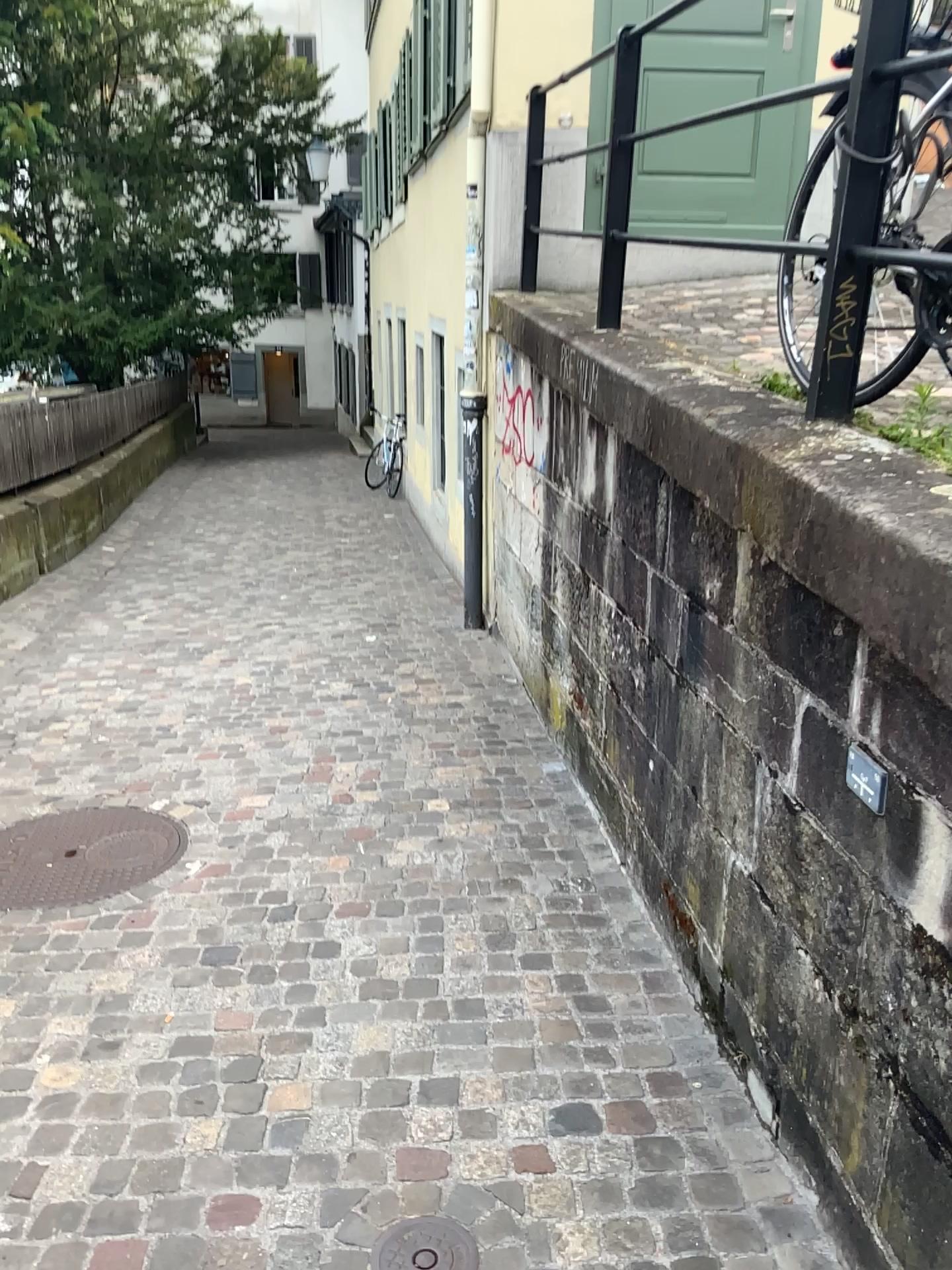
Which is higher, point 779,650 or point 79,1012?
point 779,650

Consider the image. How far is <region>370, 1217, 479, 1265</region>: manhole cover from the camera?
1.7 meters

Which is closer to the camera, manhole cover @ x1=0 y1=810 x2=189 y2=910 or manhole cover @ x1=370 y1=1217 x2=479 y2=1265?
manhole cover @ x1=370 y1=1217 x2=479 y2=1265

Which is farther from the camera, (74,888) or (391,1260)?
(74,888)

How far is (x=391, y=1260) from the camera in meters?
1.7 m
